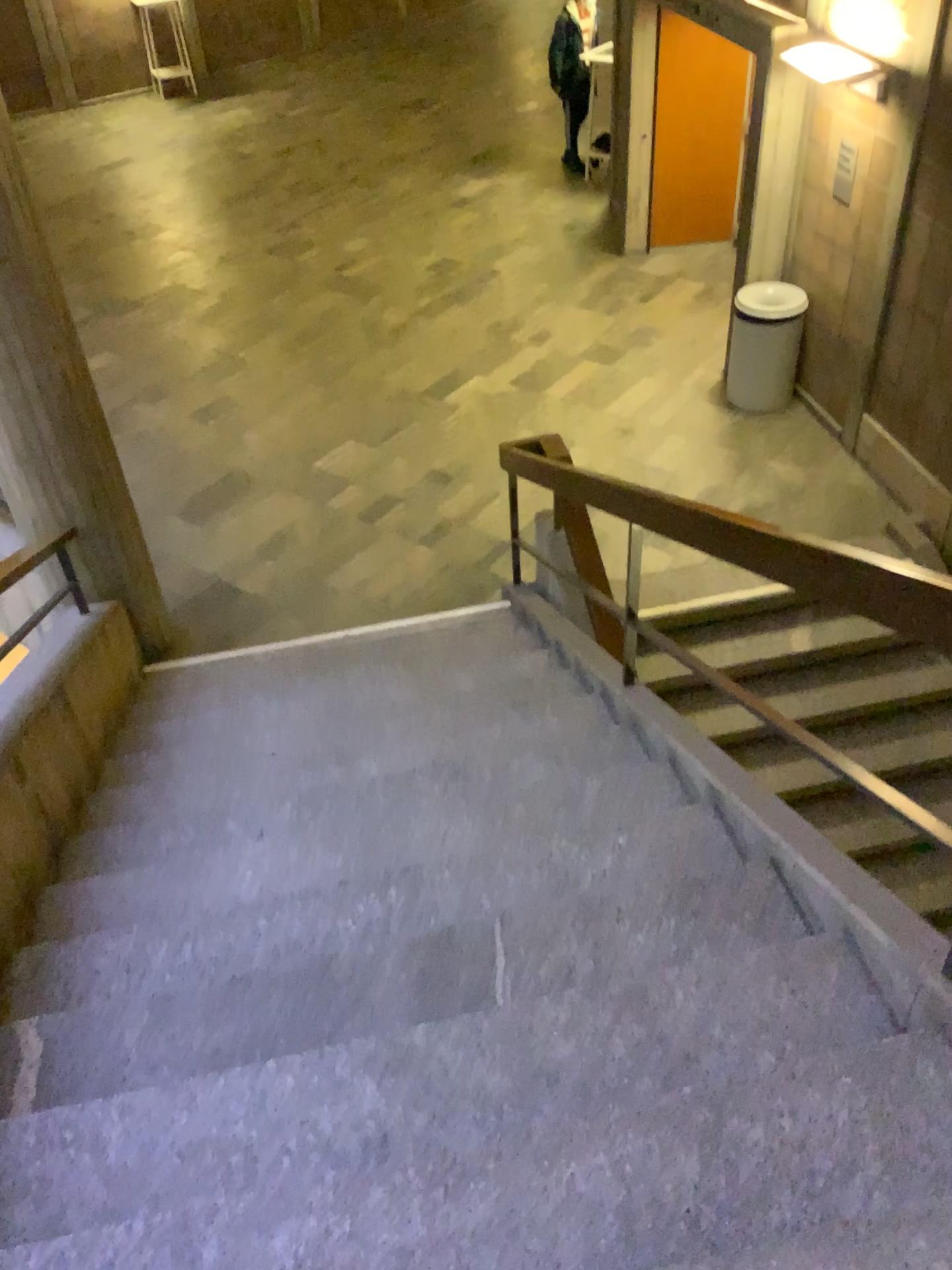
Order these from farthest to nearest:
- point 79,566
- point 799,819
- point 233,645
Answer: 1. point 233,645
2. point 79,566
3. point 799,819
